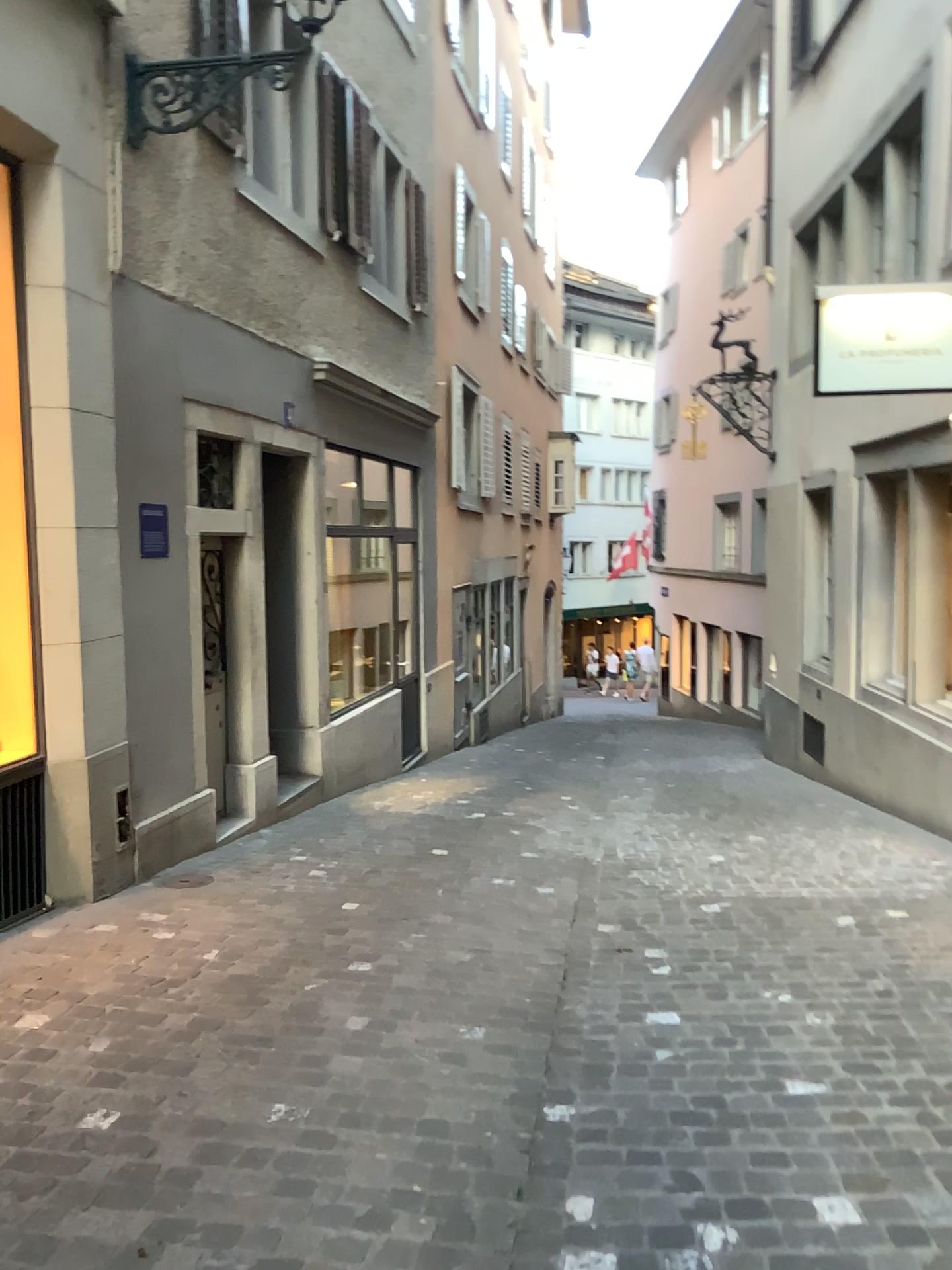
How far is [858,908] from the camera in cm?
476
